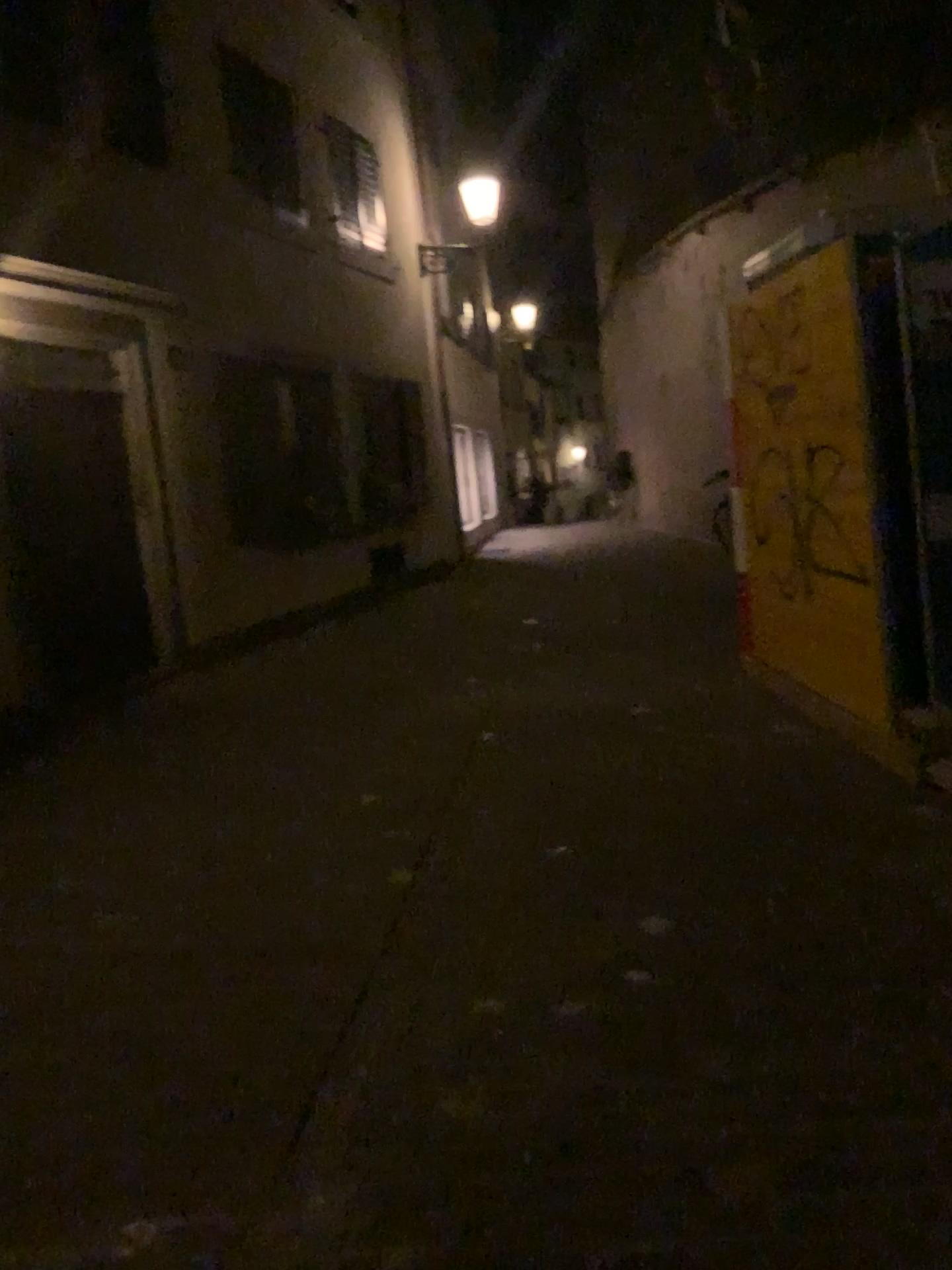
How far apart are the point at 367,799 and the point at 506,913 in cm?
156
